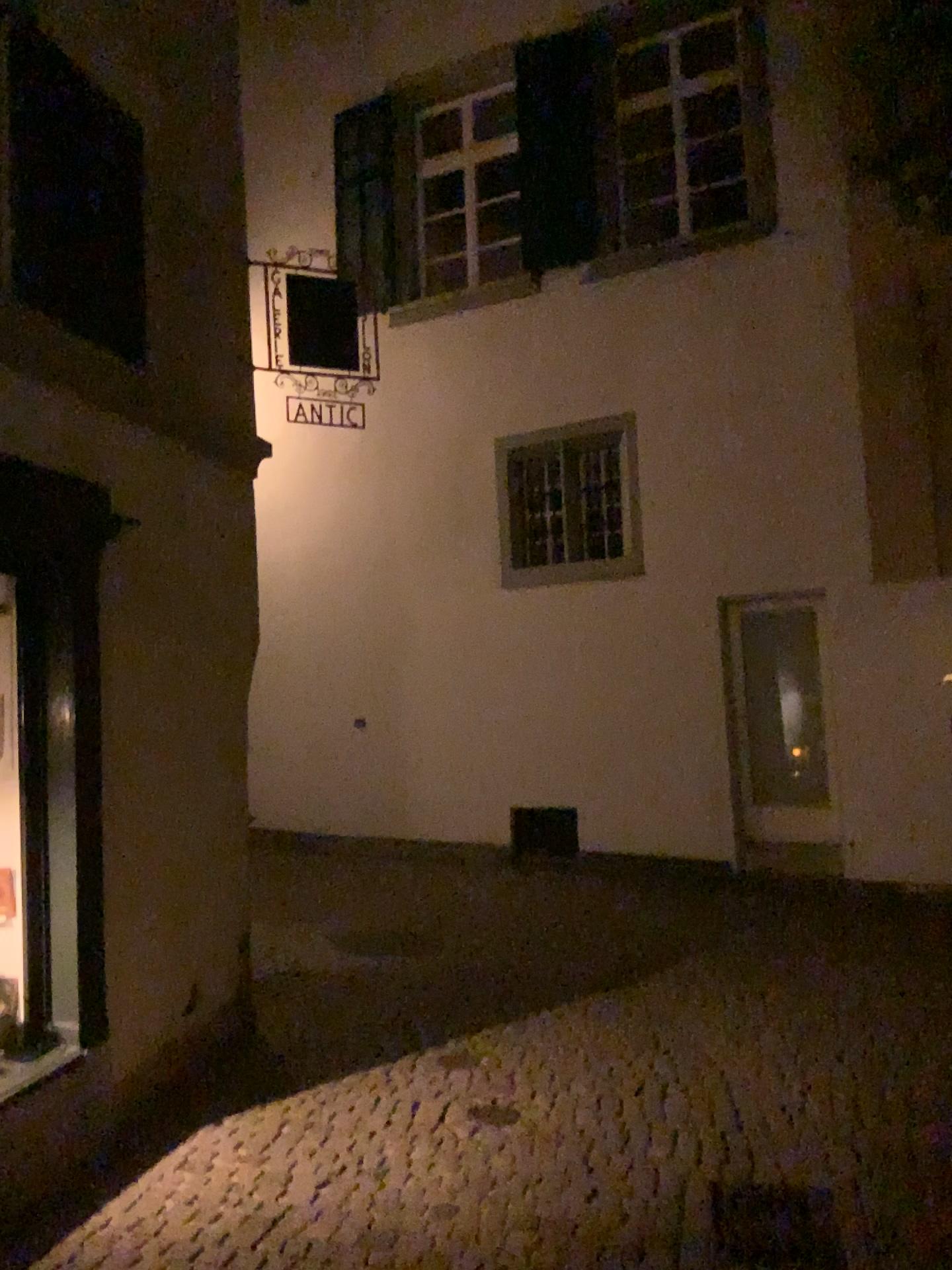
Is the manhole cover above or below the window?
below

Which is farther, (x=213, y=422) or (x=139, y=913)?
(x=213, y=422)

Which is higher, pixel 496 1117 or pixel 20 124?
pixel 20 124
